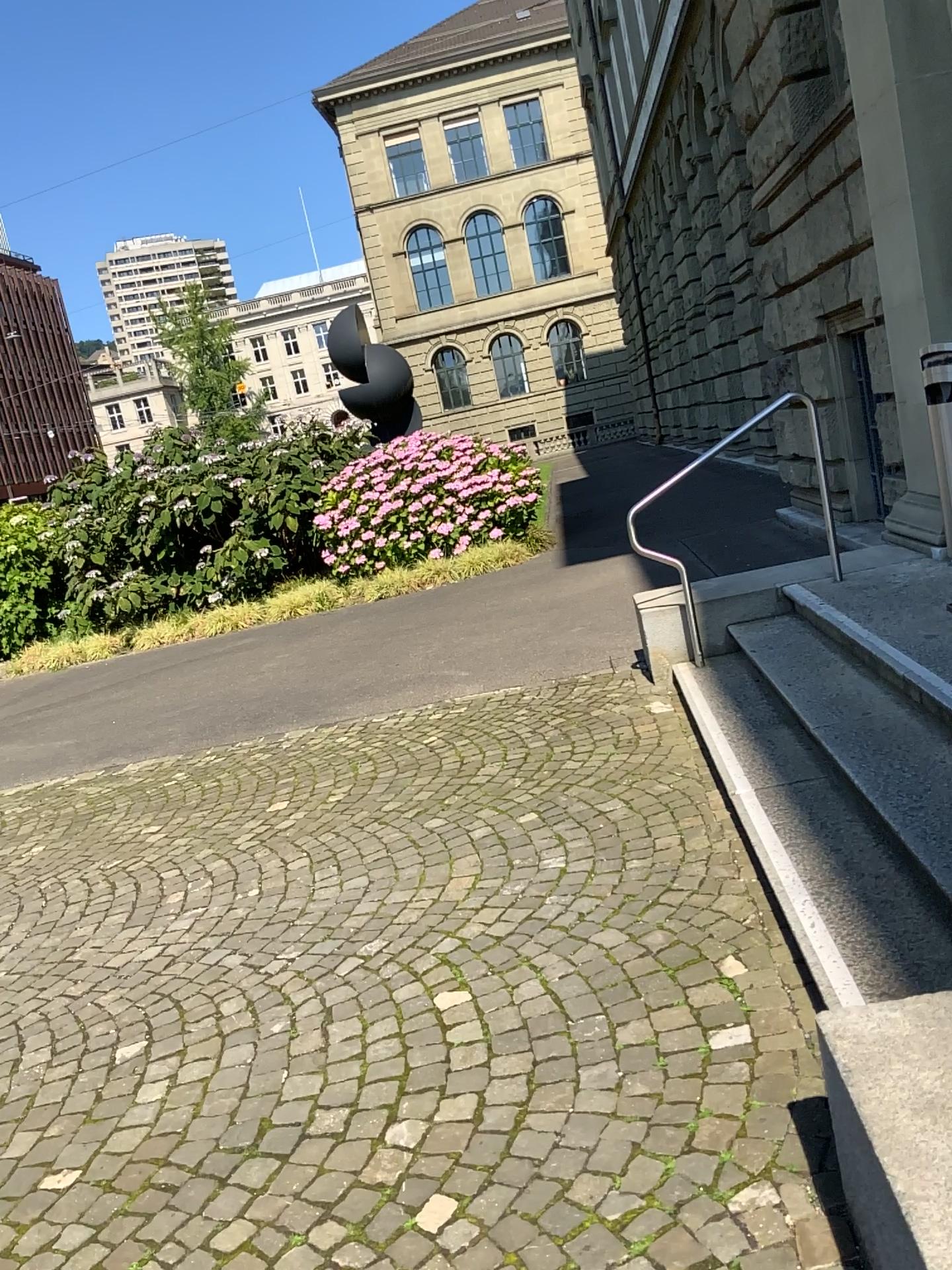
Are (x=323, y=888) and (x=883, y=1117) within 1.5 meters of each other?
no
